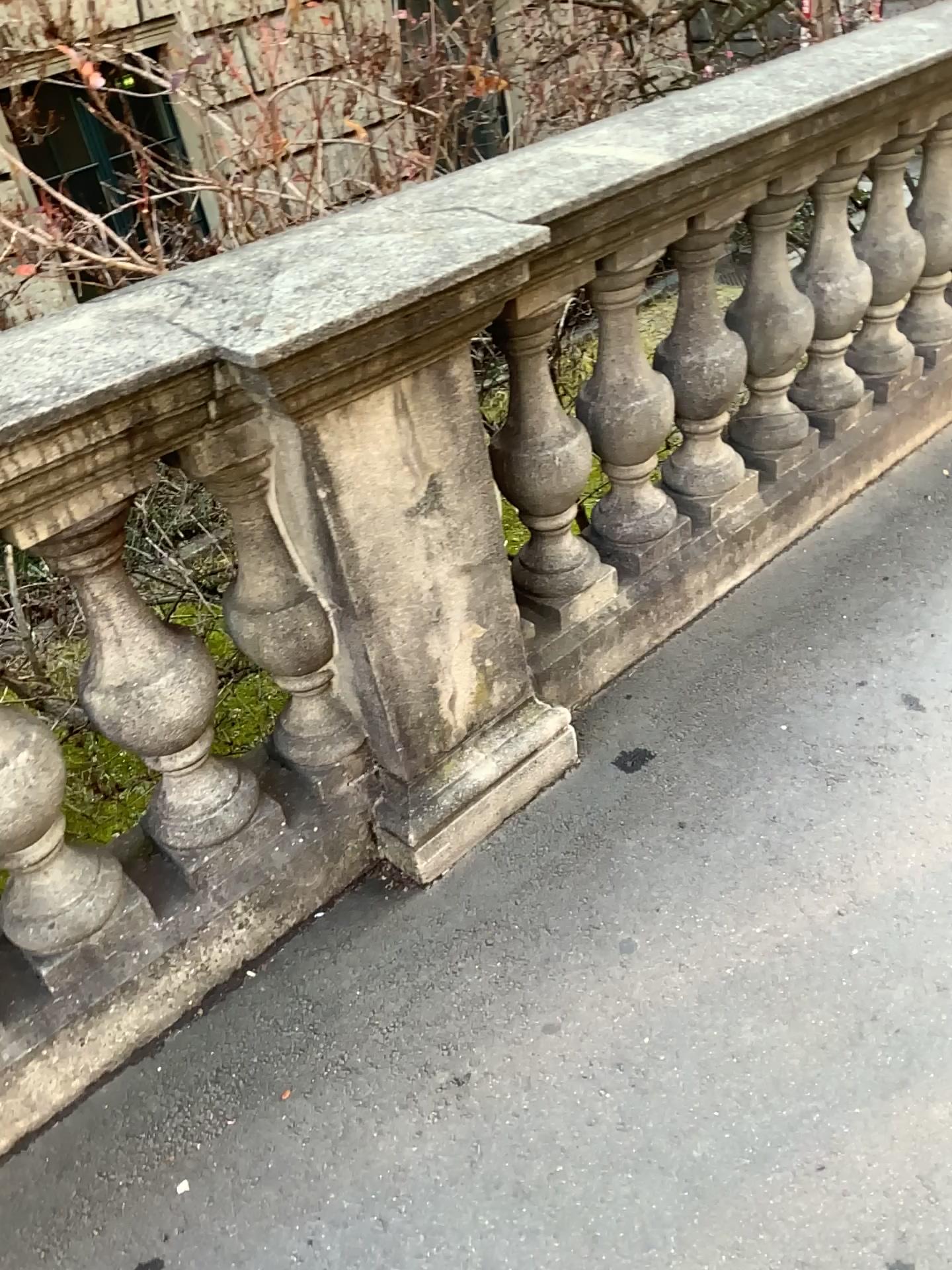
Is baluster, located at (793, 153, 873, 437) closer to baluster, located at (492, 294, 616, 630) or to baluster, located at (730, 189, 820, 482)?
baluster, located at (730, 189, 820, 482)

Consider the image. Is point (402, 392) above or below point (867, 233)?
above

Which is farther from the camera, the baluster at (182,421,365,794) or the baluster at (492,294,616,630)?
the baluster at (492,294,616,630)

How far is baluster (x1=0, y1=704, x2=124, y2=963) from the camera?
1.45m

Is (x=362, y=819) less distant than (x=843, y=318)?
Yes

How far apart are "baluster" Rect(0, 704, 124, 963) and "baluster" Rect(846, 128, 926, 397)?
2.2m

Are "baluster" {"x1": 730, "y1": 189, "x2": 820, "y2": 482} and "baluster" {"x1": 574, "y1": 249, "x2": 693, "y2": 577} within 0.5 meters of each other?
yes

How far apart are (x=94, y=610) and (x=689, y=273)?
1.3m

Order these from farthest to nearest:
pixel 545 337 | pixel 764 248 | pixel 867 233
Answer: pixel 867 233 → pixel 764 248 → pixel 545 337

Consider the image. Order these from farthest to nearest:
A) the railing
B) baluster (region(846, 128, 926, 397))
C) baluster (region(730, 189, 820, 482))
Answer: baluster (region(846, 128, 926, 397)) → baluster (region(730, 189, 820, 482)) → the railing
